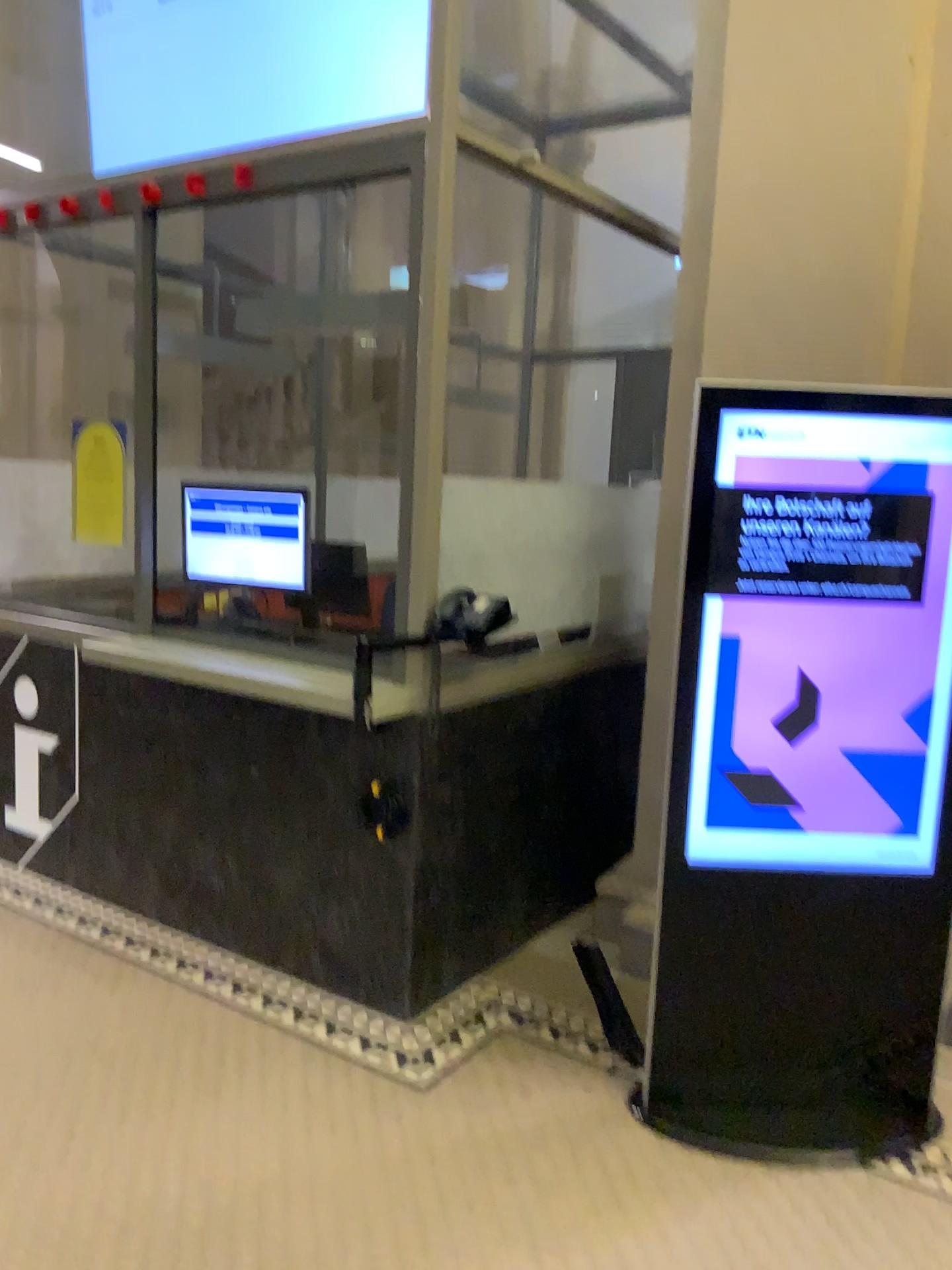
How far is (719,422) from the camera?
2.5 meters

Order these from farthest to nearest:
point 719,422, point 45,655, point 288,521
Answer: point 45,655 → point 288,521 → point 719,422

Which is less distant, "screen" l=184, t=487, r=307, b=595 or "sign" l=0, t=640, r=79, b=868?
"screen" l=184, t=487, r=307, b=595

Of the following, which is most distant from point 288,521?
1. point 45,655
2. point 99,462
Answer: point 45,655

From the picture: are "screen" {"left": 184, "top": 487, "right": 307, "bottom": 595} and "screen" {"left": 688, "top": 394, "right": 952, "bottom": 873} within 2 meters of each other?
yes

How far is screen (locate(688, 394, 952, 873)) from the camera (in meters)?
2.52

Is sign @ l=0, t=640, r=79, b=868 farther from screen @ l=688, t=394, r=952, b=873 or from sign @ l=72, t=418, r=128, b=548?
screen @ l=688, t=394, r=952, b=873

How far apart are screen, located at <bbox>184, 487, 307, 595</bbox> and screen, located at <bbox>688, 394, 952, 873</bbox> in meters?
1.6

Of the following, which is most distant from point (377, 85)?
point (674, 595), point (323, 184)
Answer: point (674, 595)

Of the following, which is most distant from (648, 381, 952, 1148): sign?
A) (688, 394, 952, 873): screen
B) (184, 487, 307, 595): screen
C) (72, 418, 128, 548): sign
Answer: (72, 418, 128, 548): sign
